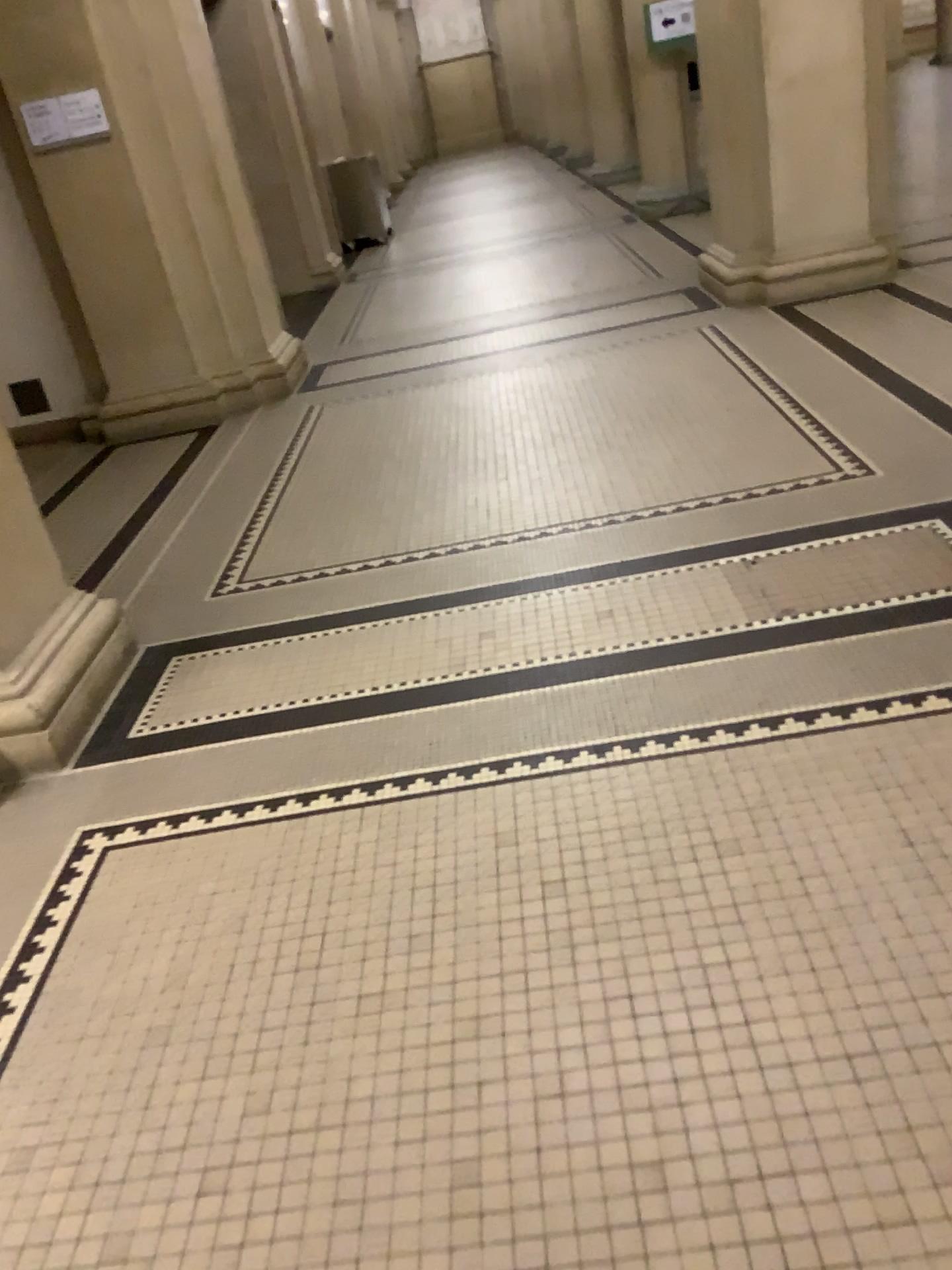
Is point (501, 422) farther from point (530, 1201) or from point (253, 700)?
point (530, 1201)
